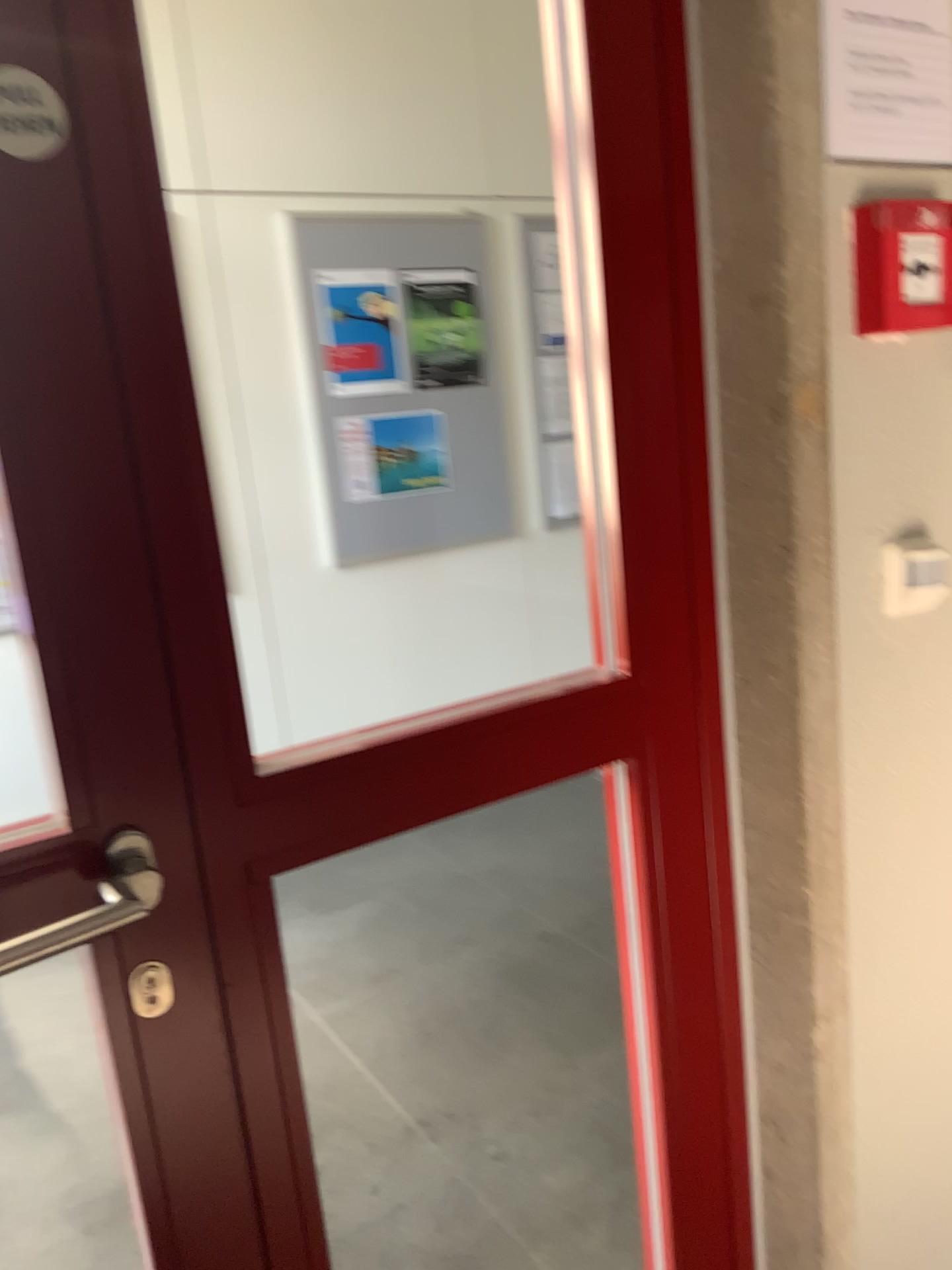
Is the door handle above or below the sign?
below

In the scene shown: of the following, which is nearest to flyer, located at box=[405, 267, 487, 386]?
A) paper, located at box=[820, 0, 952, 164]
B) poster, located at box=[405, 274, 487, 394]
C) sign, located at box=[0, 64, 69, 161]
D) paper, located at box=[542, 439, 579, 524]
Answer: poster, located at box=[405, 274, 487, 394]

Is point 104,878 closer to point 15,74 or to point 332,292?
point 15,74

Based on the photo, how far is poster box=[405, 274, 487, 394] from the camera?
3.9 meters

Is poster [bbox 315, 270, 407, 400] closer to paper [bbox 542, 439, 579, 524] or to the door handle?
paper [bbox 542, 439, 579, 524]

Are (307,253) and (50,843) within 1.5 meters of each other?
no

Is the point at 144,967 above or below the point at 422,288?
below

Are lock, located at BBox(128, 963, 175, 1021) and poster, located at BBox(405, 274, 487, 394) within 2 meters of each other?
no

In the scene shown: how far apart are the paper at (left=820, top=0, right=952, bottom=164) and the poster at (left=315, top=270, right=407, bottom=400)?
2.75m

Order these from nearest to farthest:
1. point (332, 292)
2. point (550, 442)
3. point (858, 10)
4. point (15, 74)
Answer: point (15, 74) < point (858, 10) < point (332, 292) < point (550, 442)
